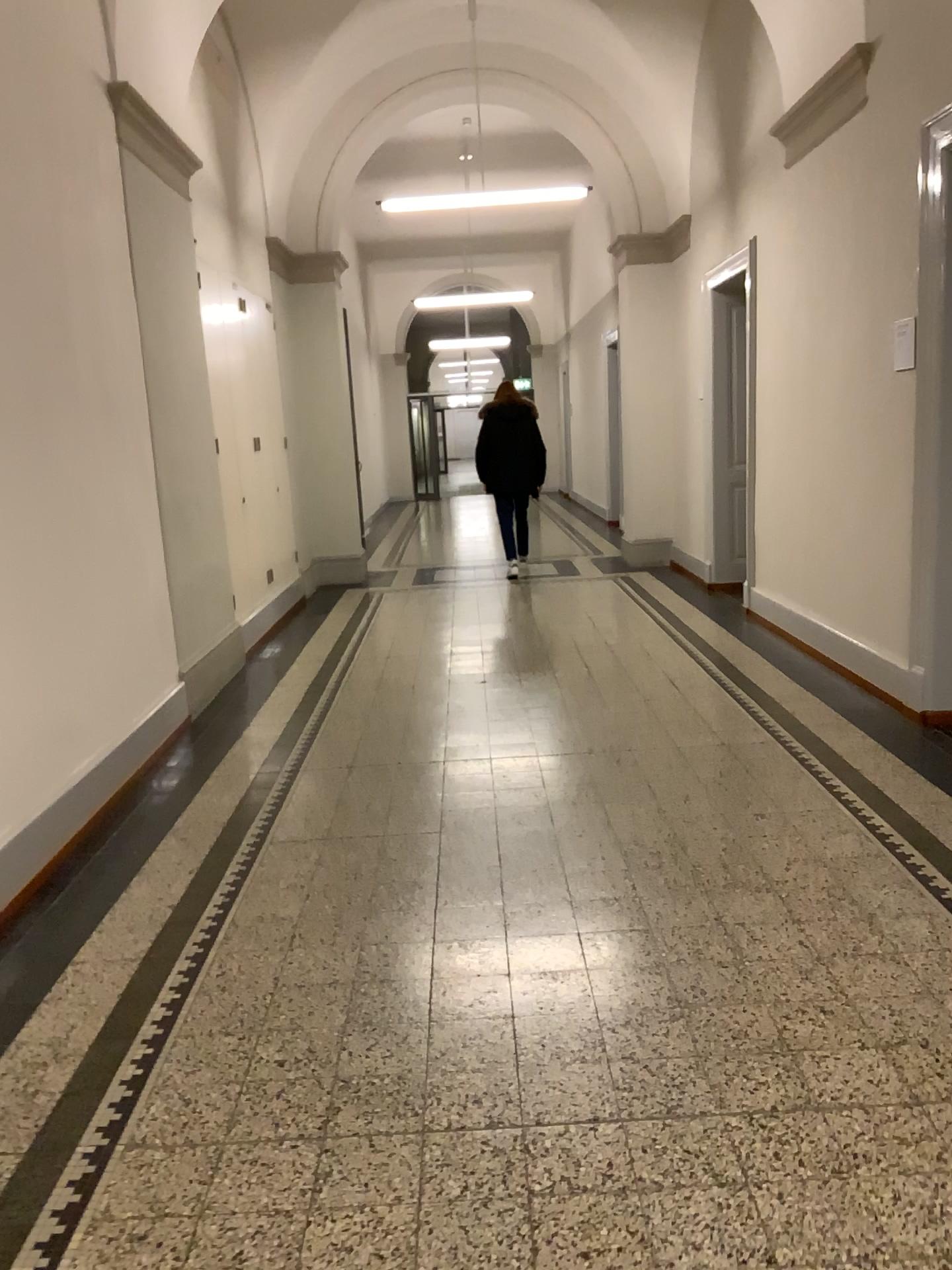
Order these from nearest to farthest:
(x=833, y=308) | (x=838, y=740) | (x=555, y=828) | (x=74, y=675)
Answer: (x=555, y=828), (x=74, y=675), (x=838, y=740), (x=833, y=308)
